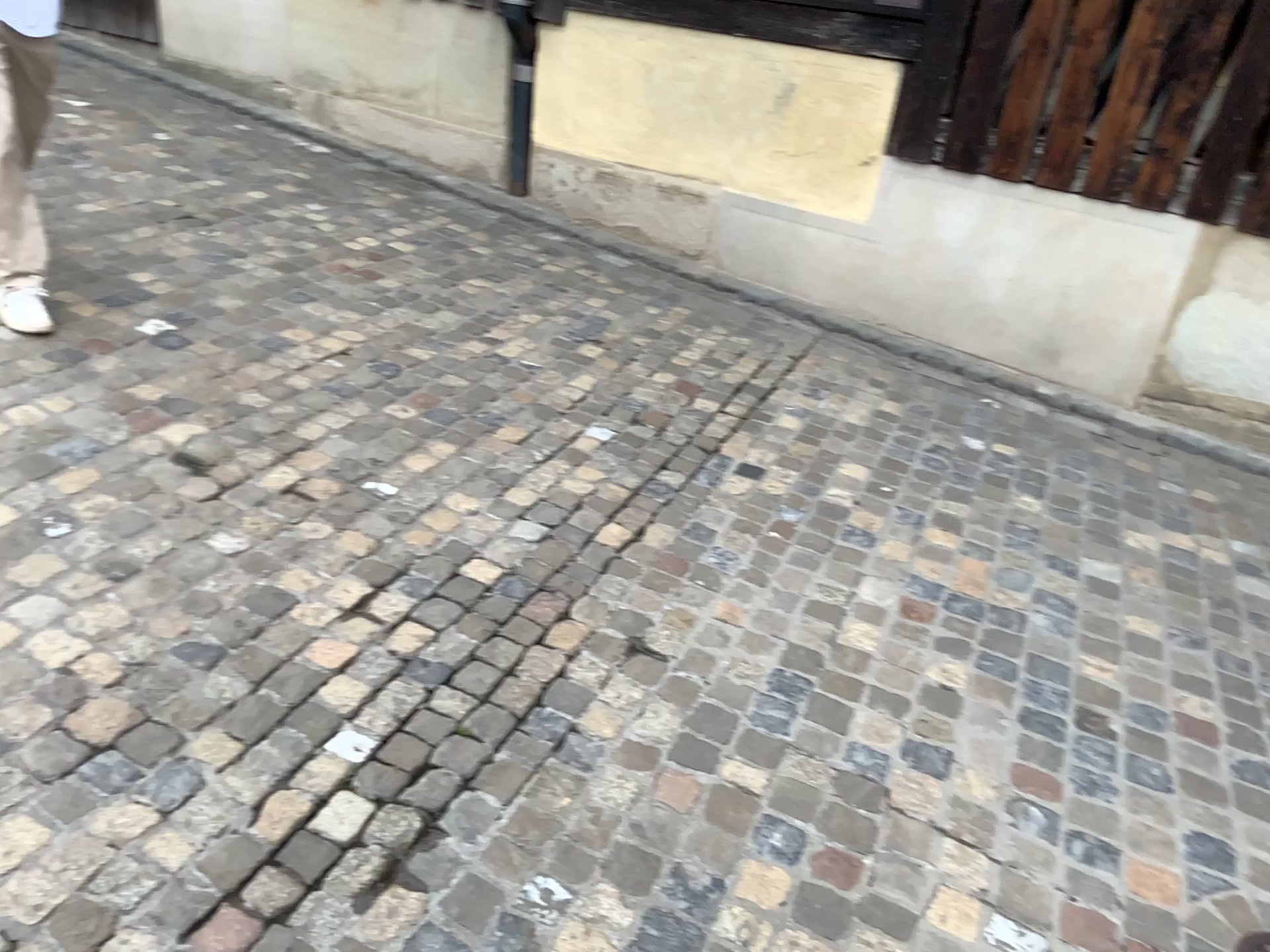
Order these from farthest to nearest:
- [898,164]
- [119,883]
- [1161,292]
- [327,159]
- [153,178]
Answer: [327,159]
[153,178]
[898,164]
[1161,292]
[119,883]
